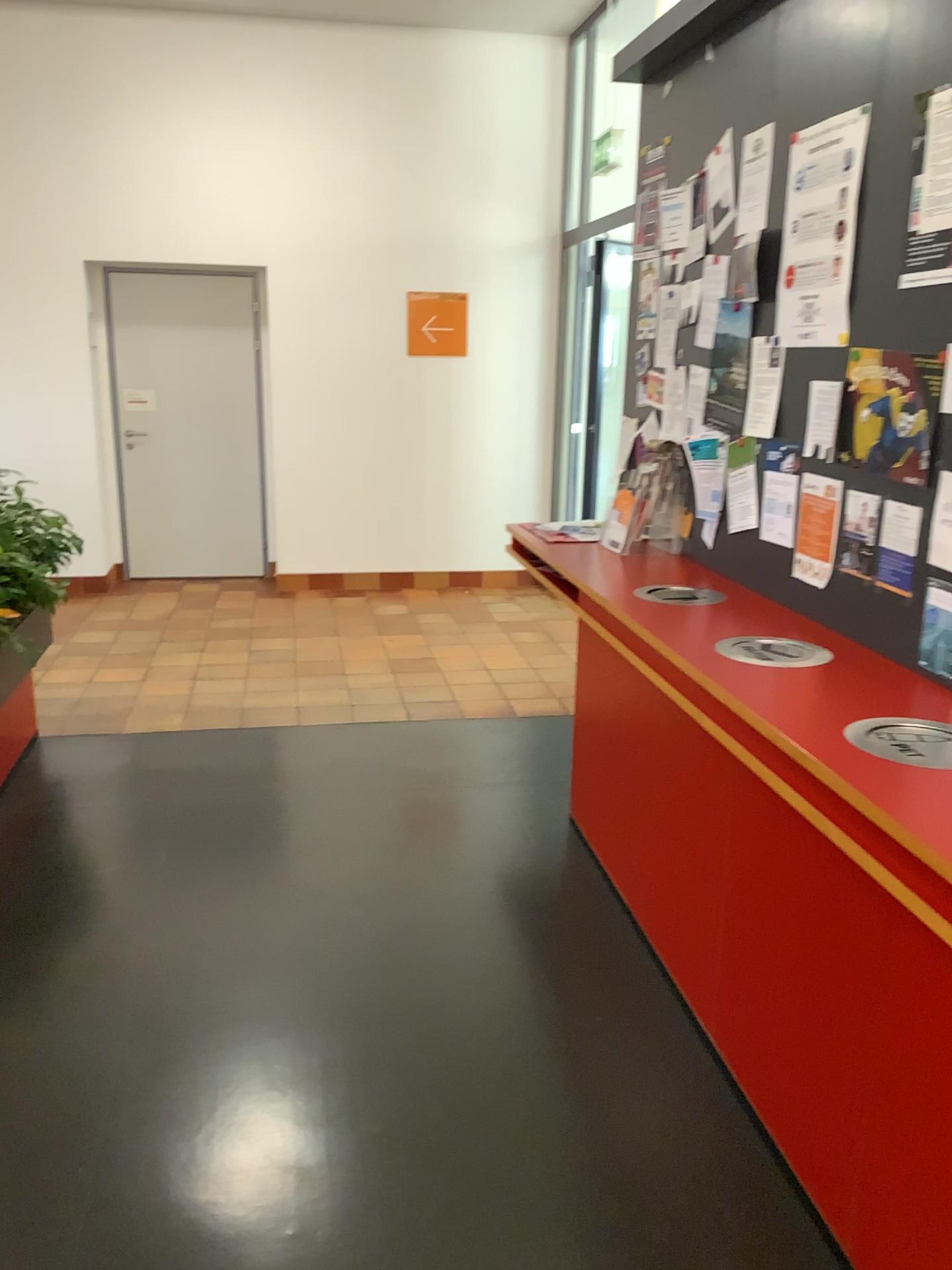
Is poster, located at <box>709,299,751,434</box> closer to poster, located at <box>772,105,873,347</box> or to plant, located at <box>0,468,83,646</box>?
poster, located at <box>772,105,873,347</box>

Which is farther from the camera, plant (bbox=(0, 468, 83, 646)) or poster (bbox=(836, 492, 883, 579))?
plant (bbox=(0, 468, 83, 646))

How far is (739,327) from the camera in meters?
3.3

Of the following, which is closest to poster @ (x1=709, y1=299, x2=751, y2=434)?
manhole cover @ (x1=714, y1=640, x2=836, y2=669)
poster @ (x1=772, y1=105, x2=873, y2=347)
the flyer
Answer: poster @ (x1=772, y1=105, x2=873, y2=347)

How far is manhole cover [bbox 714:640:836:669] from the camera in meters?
2.6

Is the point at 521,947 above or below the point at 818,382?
below

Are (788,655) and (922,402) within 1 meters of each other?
yes

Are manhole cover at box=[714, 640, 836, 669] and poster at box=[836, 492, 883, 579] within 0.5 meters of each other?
yes

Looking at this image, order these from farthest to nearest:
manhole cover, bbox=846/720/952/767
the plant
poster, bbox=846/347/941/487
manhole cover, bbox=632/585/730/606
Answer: the plant → manhole cover, bbox=632/585/730/606 → poster, bbox=846/347/941/487 → manhole cover, bbox=846/720/952/767

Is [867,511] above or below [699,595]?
above
